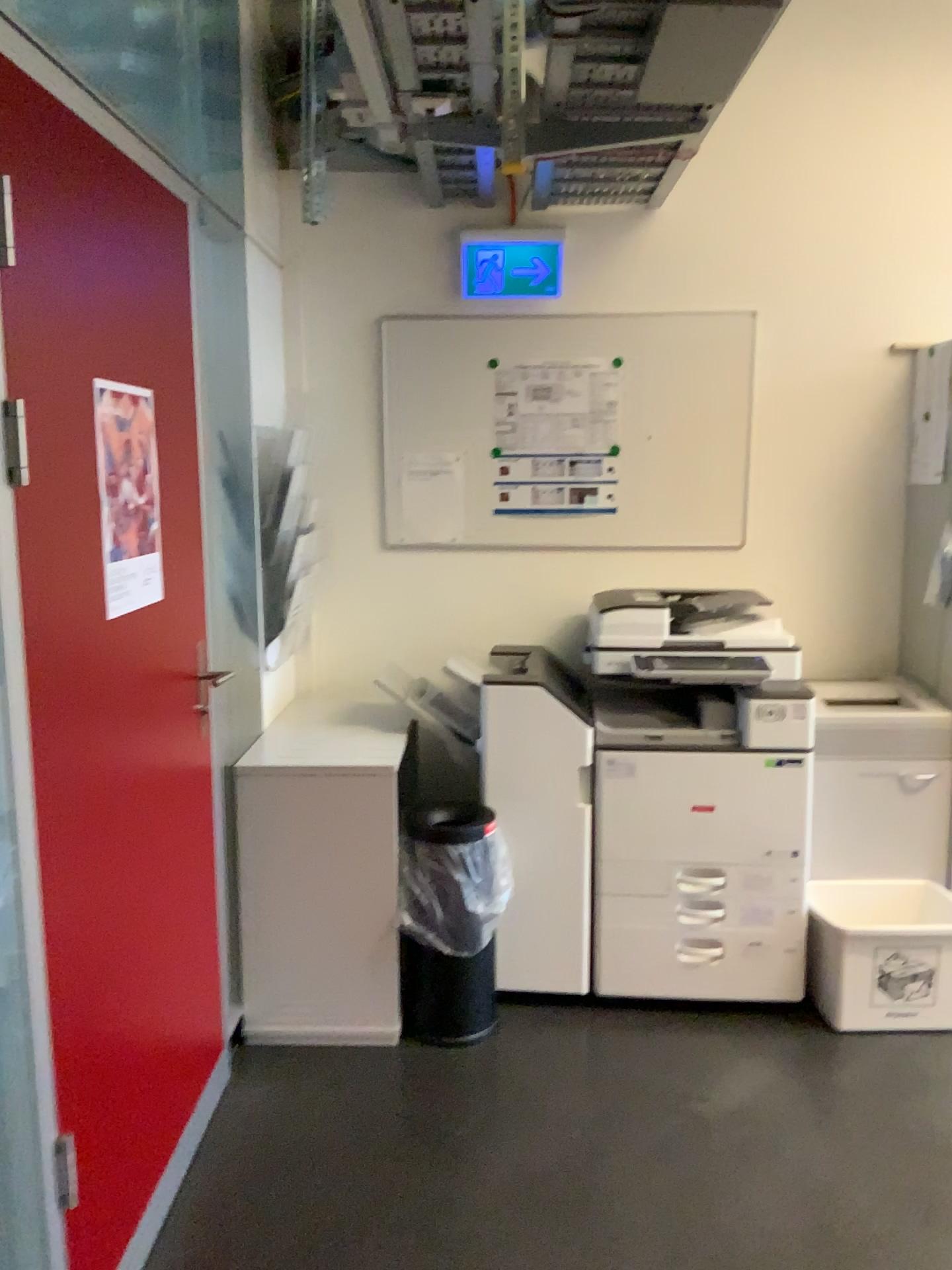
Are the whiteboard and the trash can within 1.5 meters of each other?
yes

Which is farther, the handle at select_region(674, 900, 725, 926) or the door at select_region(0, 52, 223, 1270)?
the handle at select_region(674, 900, 725, 926)

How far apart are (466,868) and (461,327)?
1.71m

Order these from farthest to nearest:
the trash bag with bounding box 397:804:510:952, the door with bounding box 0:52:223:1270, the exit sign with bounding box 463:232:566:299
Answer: the exit sign with bounding box 463:232:566:299 < the trash bag with bounding box 397:804:510:952 < the door with bounding box 0:52:223:1270

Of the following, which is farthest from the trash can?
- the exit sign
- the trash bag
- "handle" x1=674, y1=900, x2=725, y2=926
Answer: the exit sign

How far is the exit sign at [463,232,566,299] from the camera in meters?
3.3

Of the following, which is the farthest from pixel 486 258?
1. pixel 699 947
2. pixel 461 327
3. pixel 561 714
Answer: pixel 699 947

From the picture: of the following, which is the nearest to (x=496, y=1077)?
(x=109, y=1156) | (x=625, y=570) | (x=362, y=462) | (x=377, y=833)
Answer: (x=377, y=833)

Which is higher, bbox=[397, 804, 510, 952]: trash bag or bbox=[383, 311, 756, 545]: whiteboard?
bbox=[383, 311, 756, 545]: whiteboard

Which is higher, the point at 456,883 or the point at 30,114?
the point at 30,114
